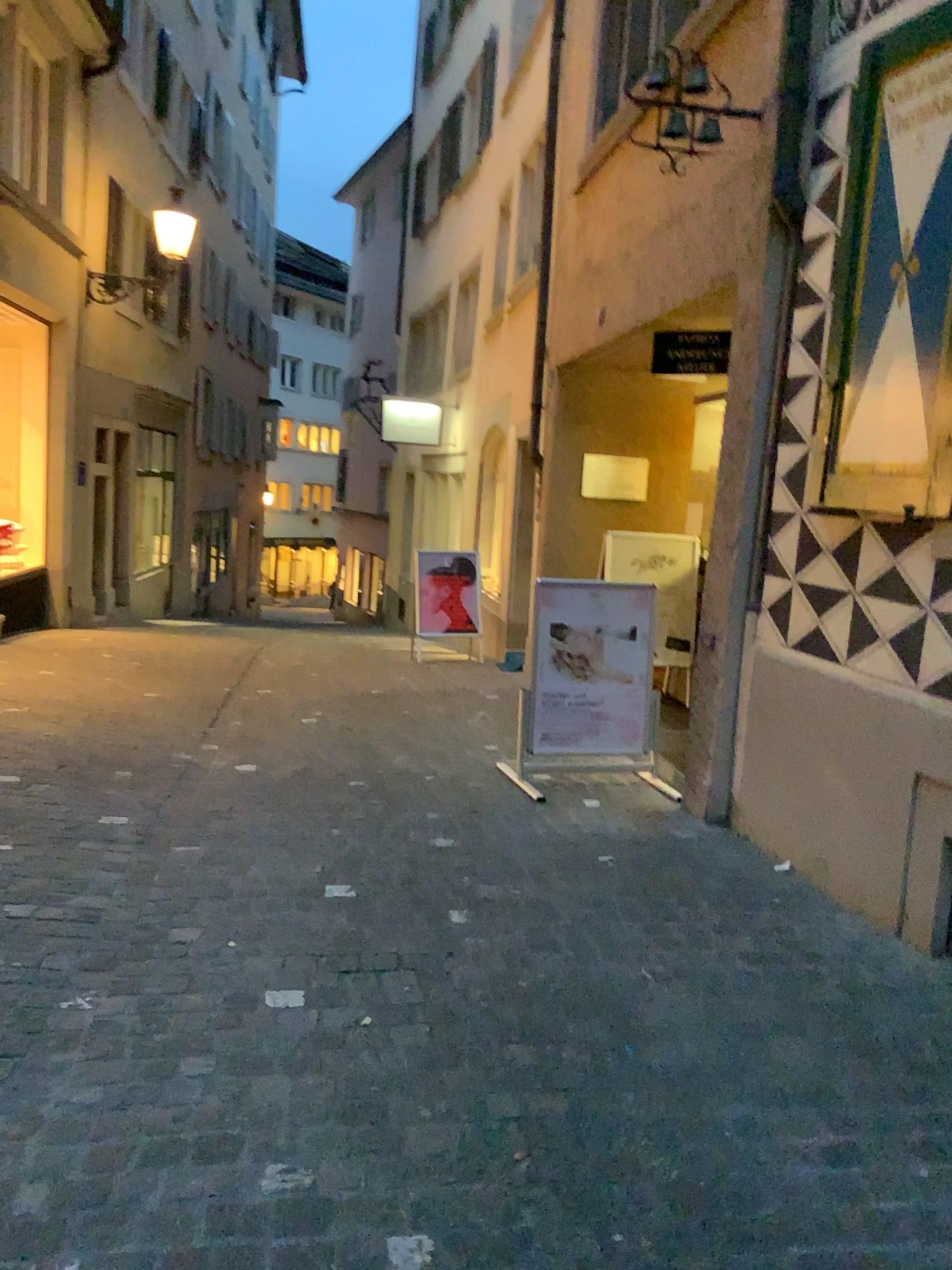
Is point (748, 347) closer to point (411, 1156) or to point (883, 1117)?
point (883, 1117)
